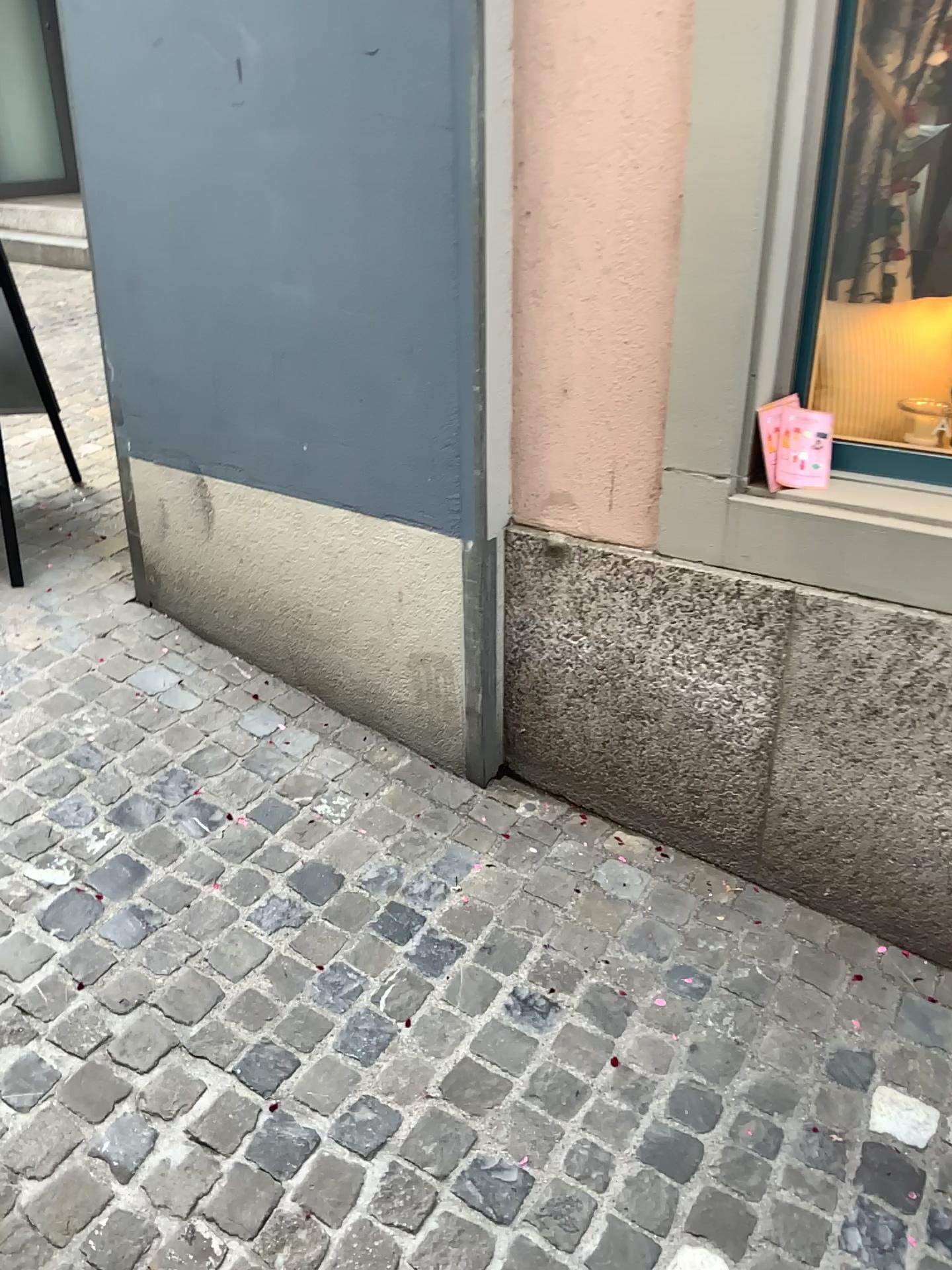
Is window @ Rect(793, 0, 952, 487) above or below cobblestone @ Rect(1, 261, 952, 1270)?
above

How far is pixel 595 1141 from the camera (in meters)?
1.65

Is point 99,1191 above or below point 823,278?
below
